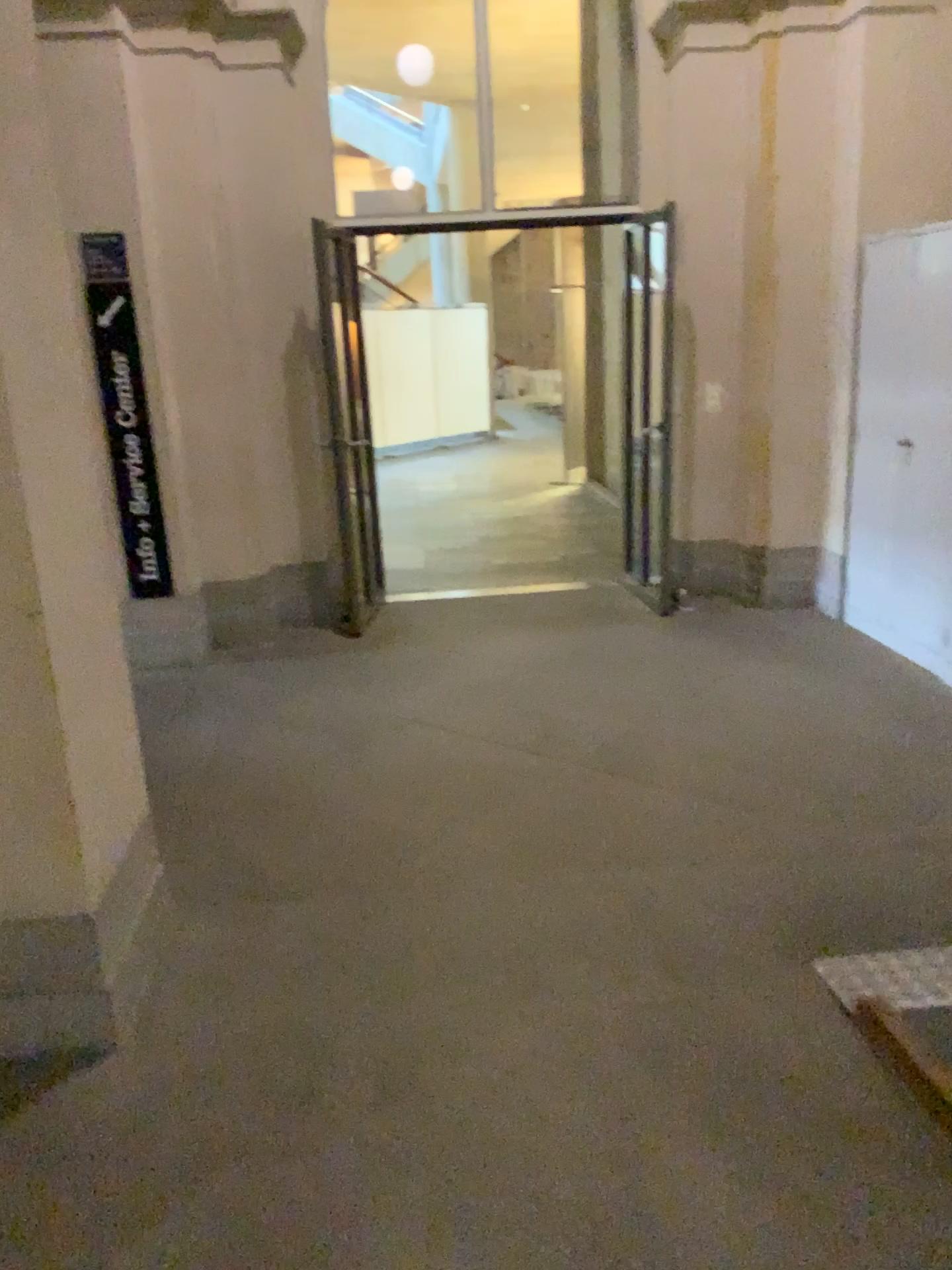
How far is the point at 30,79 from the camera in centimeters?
218cm

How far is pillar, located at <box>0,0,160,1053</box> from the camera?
2.2 meters

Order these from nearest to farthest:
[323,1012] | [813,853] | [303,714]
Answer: [323,1012] → [813,853] → [303,714]
